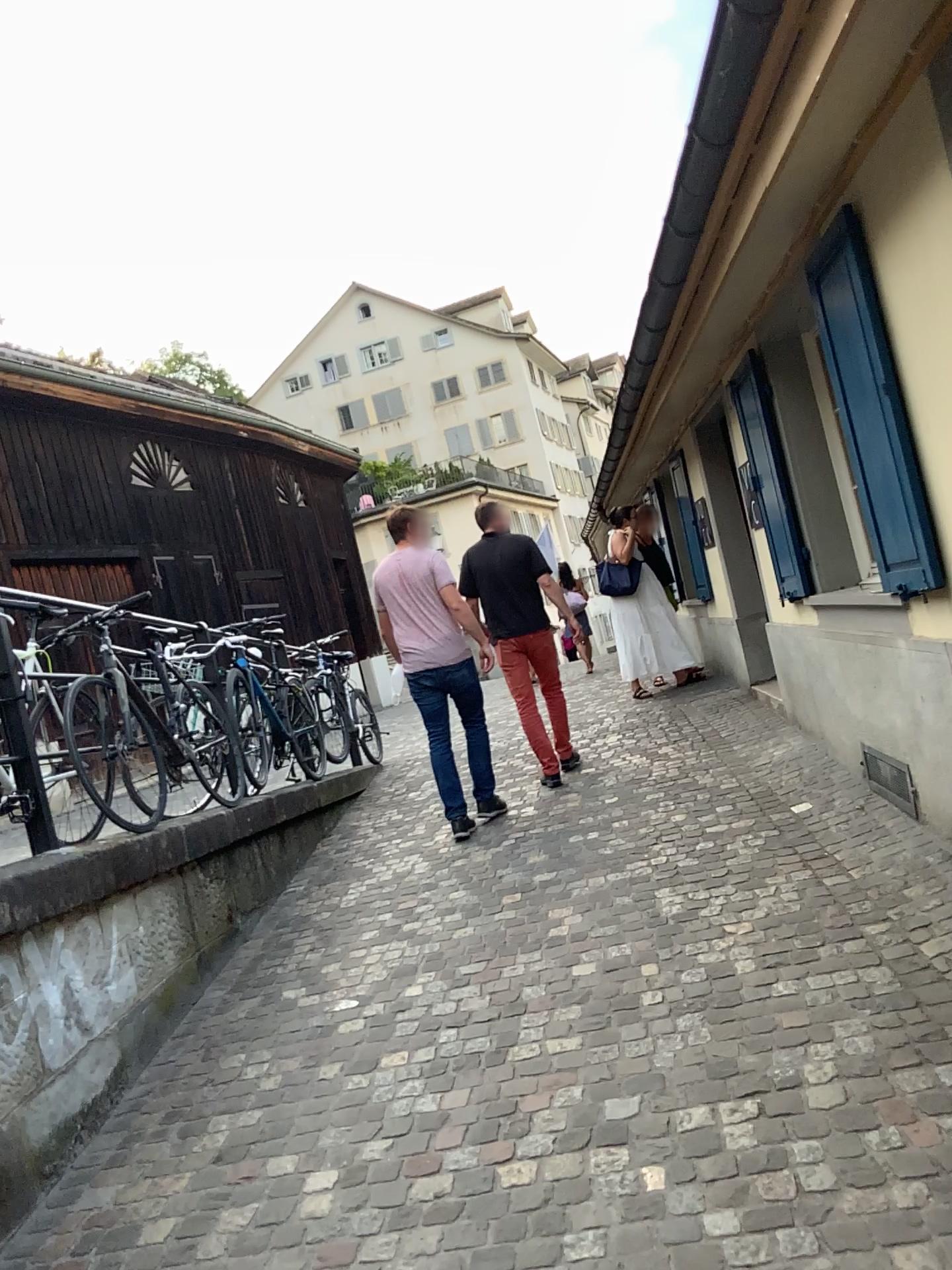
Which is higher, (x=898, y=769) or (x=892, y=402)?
(x=892, y=402)

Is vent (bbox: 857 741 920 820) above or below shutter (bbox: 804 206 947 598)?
below

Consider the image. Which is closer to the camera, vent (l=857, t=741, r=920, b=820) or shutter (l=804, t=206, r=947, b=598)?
shutter (l=804, t=206, r=947, b=598)

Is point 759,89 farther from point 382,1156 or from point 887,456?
point 382,1156

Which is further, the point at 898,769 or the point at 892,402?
the point at 898,769
